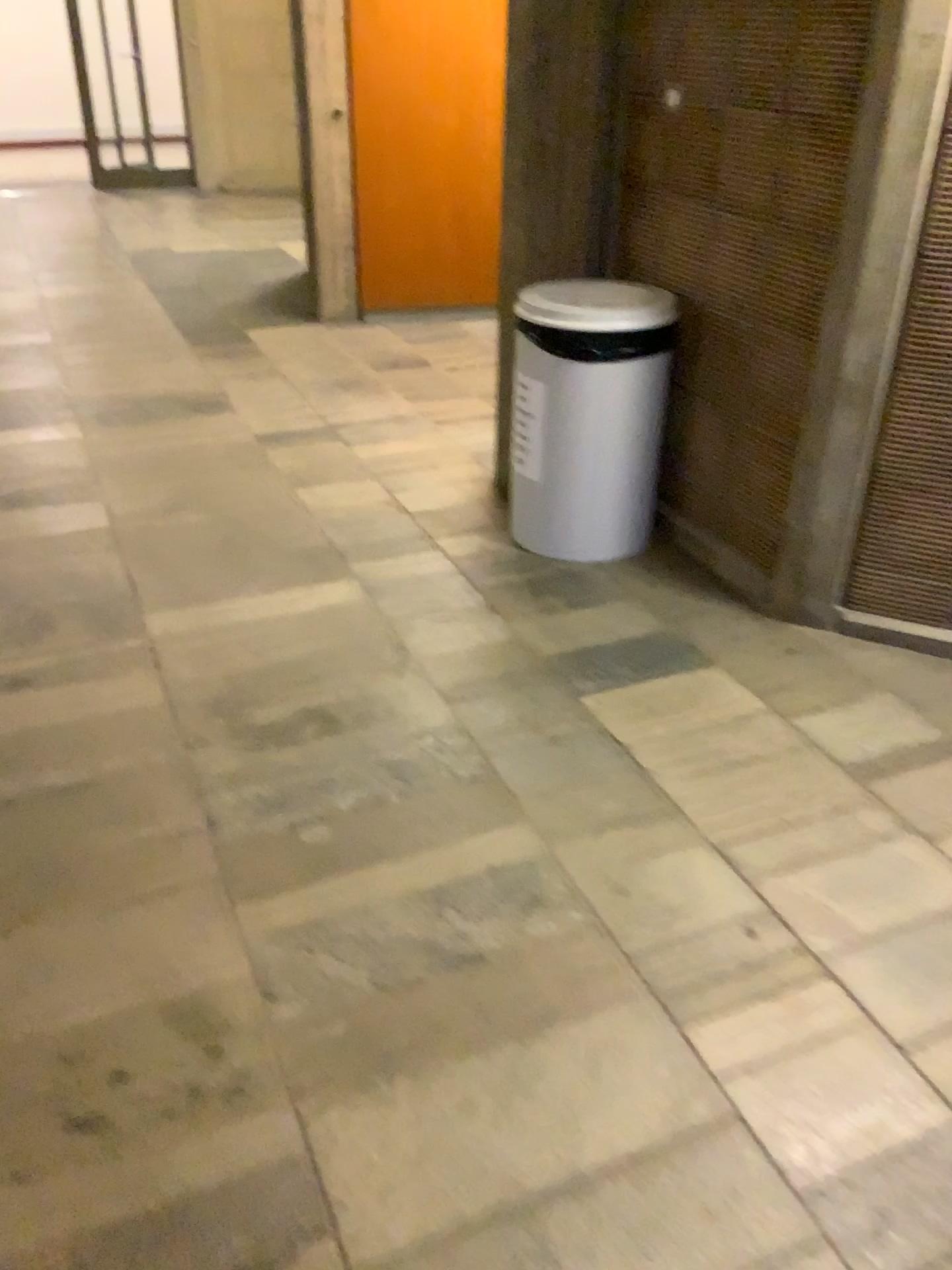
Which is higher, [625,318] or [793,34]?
[793,34]

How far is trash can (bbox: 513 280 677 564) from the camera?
2.9m

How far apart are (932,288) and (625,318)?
0.8m

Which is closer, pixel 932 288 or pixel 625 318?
pixel 932 288

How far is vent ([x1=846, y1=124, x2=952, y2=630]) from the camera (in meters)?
2.35

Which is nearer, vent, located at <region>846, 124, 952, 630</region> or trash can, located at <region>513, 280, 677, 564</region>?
vent, located at <region>846, 124, 952, 630</region>

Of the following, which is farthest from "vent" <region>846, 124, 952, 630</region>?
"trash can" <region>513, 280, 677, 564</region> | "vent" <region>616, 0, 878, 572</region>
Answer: "trash can" <region>513, 280, 677, 564</region>

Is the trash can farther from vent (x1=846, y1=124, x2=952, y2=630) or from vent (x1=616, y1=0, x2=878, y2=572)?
vent (x1=846, y1=124, x2=952, y2=630)

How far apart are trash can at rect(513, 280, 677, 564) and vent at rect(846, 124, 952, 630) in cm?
66

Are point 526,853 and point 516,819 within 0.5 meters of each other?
yes
